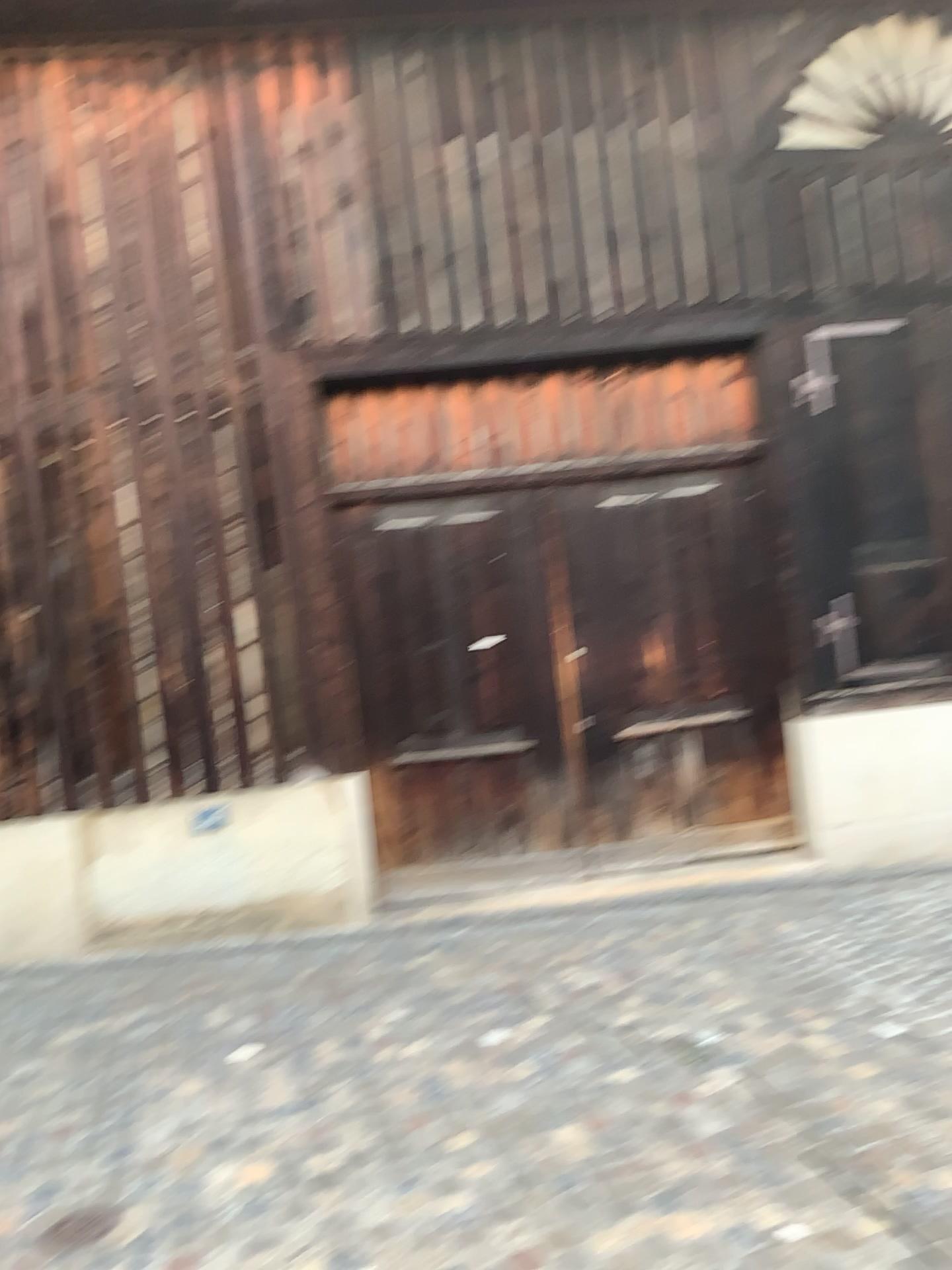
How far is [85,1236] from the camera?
2.86m

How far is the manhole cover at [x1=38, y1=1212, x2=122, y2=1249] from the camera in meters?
2.9

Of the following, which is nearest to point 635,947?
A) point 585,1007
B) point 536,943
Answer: point 536,943
